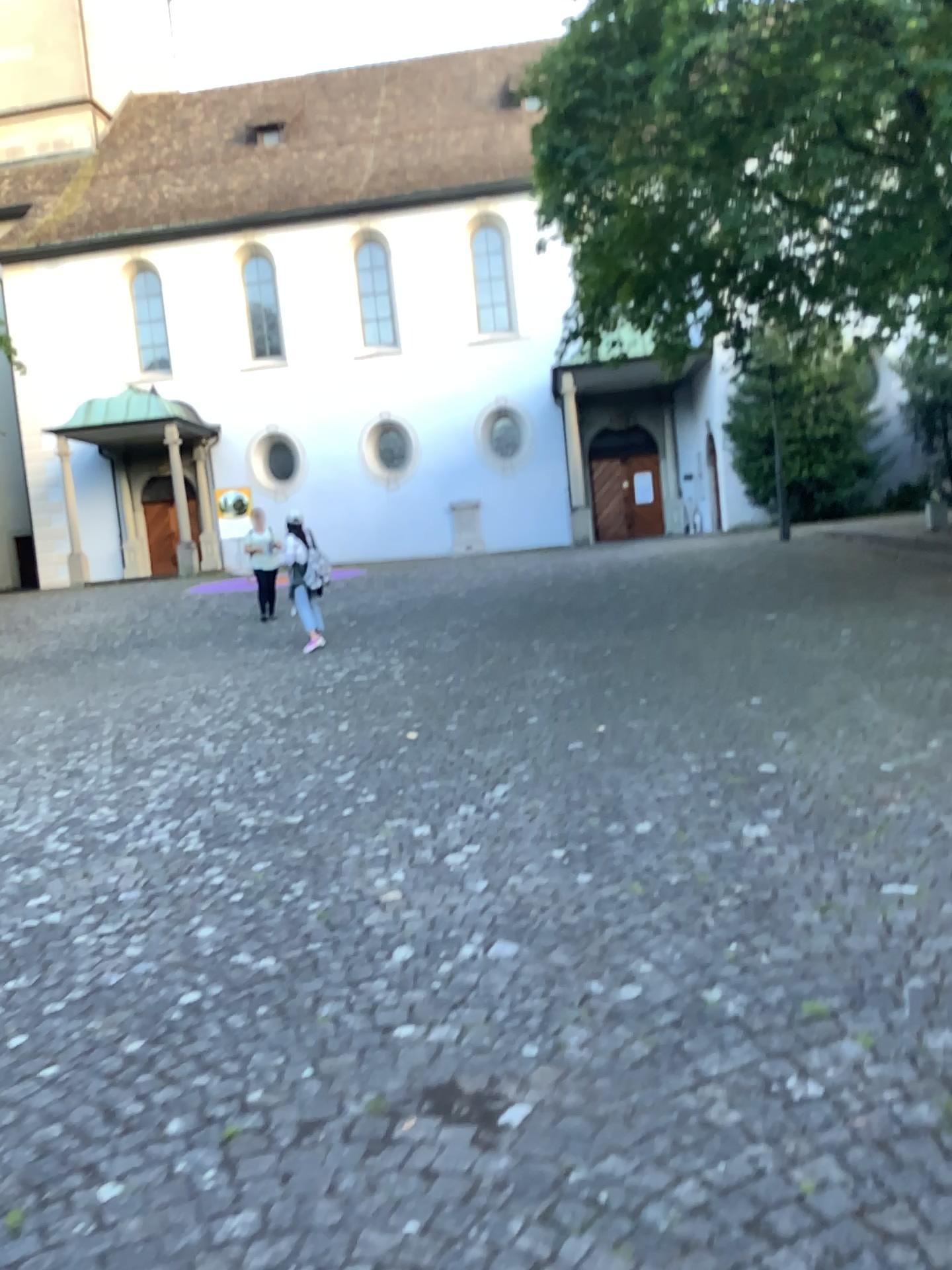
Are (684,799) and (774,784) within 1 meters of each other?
yes
